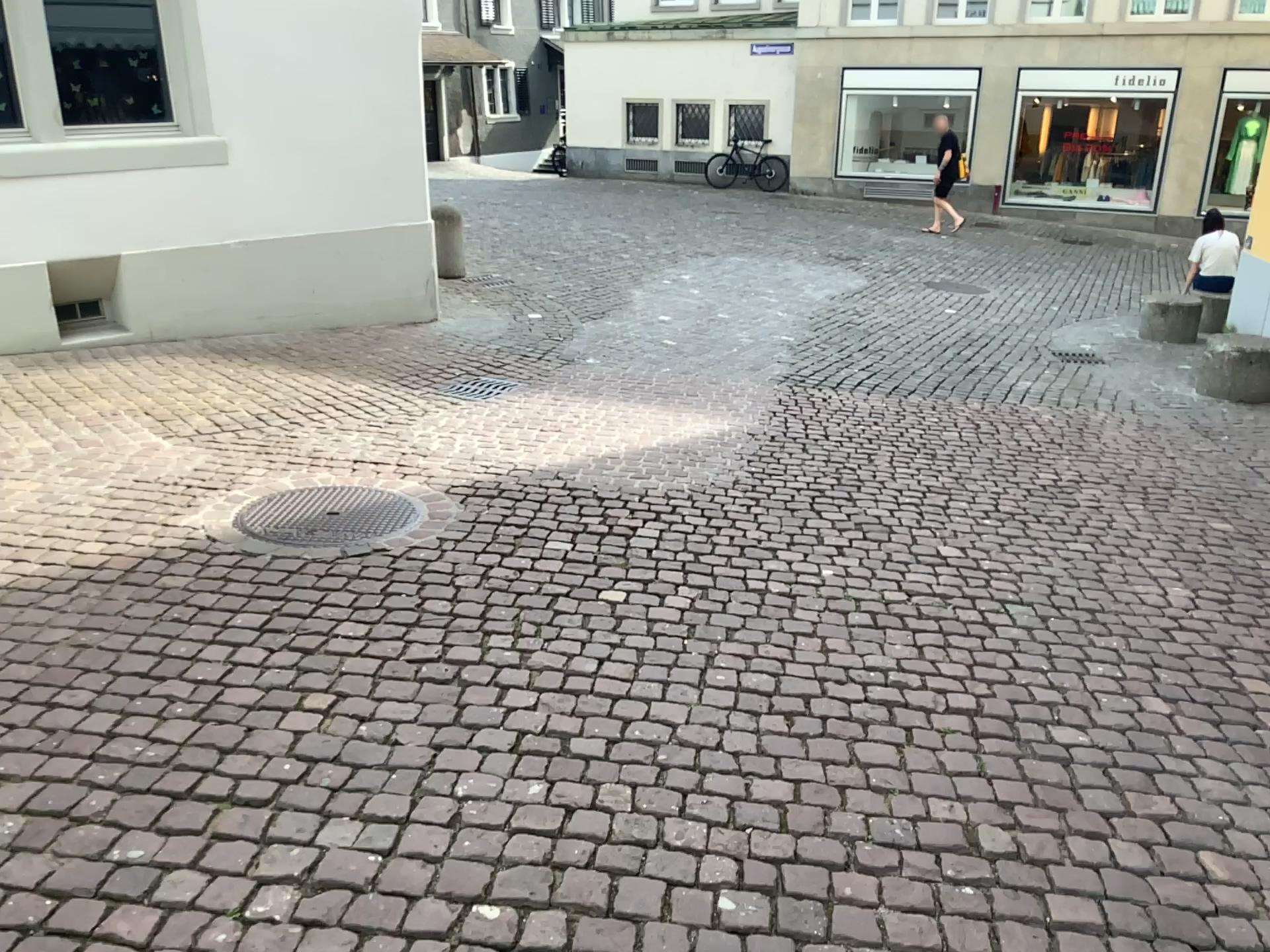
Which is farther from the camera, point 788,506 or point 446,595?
point 788,506
